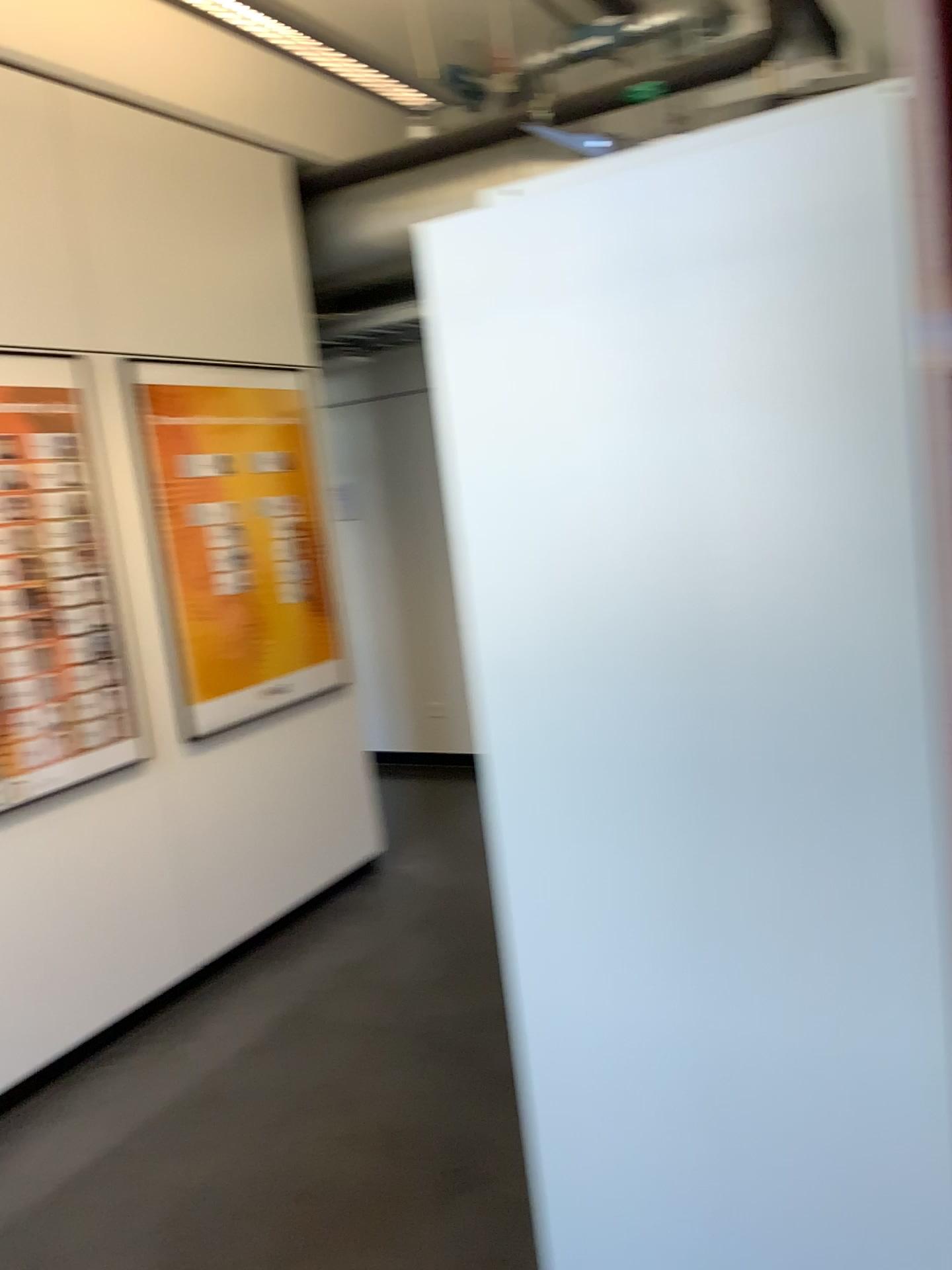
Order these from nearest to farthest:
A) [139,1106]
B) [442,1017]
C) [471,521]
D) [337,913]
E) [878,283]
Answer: [878,283]
[471,521]
[139,1106]
[442,1017]
[337,913]

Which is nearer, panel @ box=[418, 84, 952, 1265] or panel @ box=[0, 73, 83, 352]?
panel @ box=[418, 84, 952, 1265]

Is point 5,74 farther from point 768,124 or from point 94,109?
point 768,124

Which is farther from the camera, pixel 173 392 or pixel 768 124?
pixel 173 392

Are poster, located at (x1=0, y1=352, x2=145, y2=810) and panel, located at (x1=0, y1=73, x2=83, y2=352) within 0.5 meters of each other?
yes

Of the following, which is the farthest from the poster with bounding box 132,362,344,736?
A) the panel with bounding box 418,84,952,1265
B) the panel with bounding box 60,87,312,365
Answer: the panel with bounding box 418,84,952,1265

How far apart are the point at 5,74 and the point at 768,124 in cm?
278

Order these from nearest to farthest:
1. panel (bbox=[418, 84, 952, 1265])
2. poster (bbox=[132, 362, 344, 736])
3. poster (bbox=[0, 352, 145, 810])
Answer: panel (bbox=[418, 84, 952, 1265]) → poster (bbox=[0, 352, 145, 810]) → poster (bbox=[132, 362, 344, 736])

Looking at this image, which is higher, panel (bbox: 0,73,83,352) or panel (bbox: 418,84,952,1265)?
panel (bbox: 0,73,83,352)

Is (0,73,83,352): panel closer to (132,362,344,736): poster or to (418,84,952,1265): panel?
(132,362,344,736): poster
